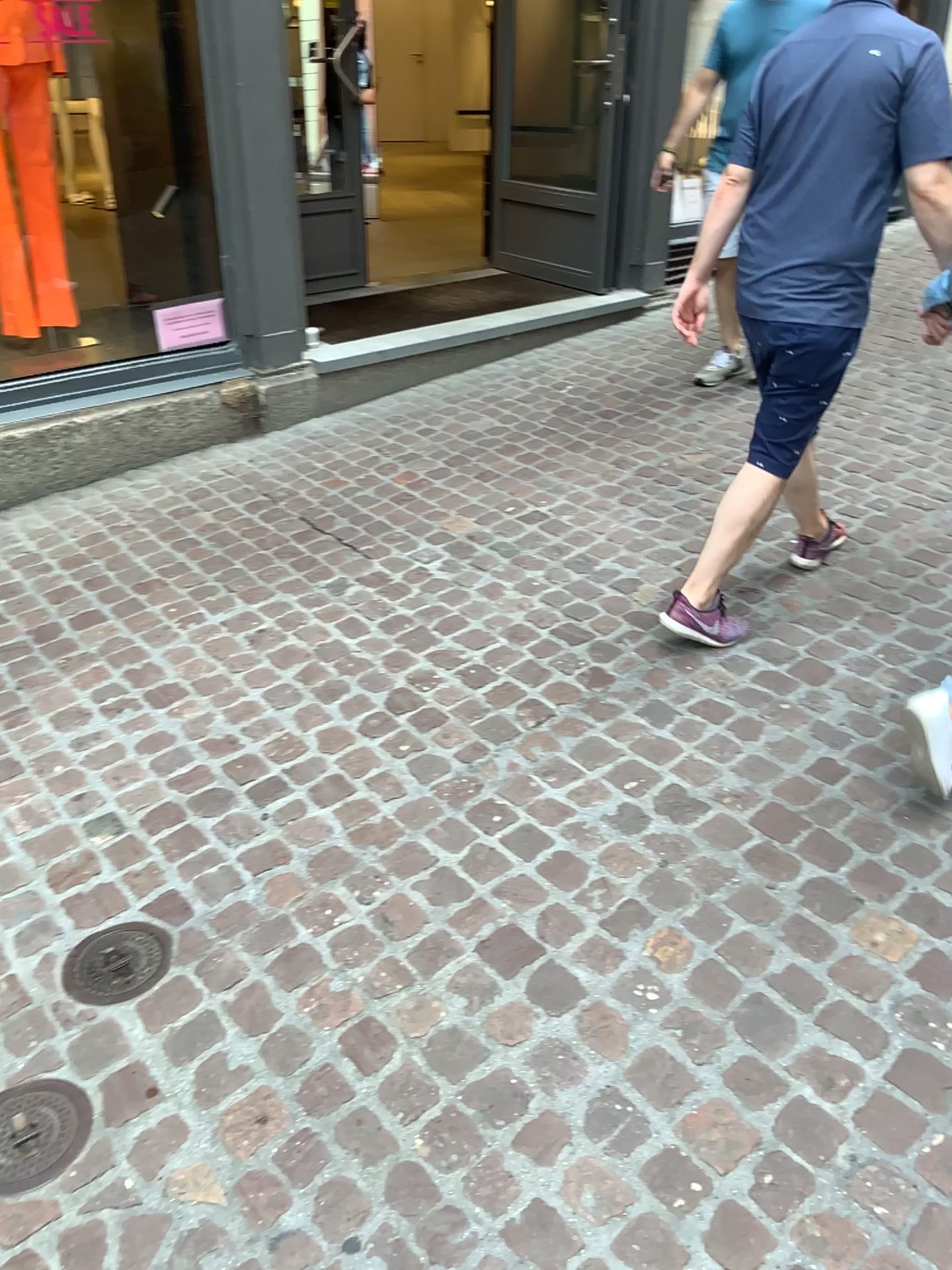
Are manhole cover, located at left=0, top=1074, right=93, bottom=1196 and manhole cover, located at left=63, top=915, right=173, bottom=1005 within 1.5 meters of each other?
yes

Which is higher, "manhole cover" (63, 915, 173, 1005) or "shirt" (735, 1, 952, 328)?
"shirt" (735, 1, 952, 328)

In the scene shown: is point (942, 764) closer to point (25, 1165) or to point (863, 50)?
point (863, 50)

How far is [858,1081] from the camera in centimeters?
170cm

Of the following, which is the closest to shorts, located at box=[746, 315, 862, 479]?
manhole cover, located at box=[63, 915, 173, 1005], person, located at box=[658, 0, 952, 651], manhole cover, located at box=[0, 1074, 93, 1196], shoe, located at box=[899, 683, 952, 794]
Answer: person, located at box=[658, 0, 952, 651]

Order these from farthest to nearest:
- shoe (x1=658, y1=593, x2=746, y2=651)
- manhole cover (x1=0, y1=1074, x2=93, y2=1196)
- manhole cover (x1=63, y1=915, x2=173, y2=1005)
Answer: shoe (x1=658, y1=593, x2=746, y2=651), manhole cover (x1=63, y1=915, x2=173, y2=1005), manhole cover (x1=0, y1=1074, x2=93, y2=1196)

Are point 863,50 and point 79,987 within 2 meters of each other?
no

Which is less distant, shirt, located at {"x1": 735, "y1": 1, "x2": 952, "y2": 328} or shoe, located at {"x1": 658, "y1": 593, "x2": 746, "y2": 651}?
shirt, located at {"x1": 735, "y1": 1, "x2": 952, "y2": 328}

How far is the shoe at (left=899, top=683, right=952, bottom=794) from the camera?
2.32m

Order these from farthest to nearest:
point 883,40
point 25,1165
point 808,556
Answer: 1. point 808,556
2. point 883,40
3. point 25,1165
